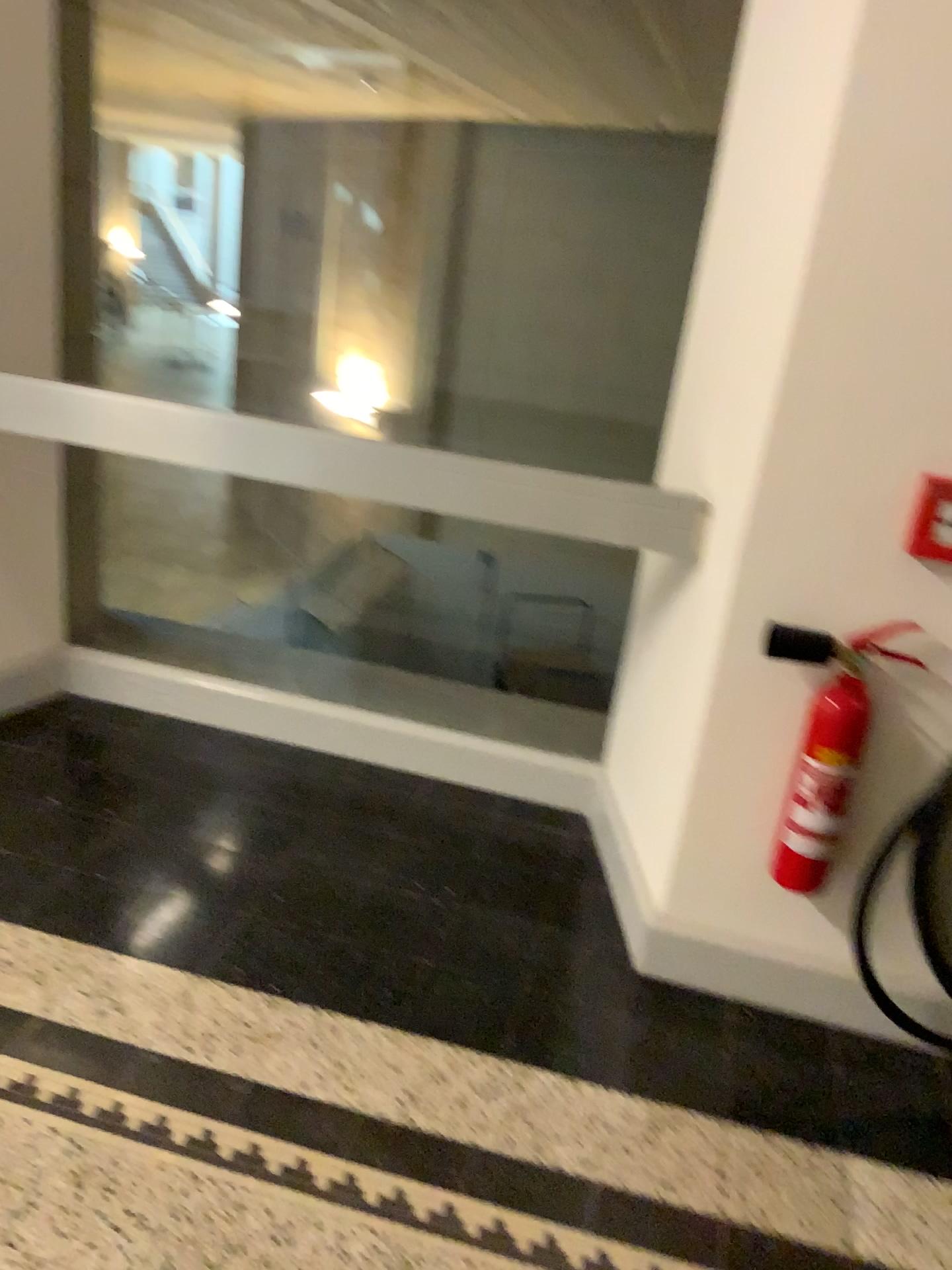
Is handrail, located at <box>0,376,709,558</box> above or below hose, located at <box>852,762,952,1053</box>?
above

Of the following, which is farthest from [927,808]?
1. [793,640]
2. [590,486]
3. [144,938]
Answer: [144,938]

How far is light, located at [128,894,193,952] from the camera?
2.1 meters

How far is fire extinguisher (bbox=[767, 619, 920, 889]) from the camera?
1.9 meters

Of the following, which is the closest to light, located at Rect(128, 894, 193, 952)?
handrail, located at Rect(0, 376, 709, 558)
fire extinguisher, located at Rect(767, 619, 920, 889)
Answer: handrail, located at Rect(0, 376, 709, 558)

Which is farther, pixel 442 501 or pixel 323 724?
pixel 323 724

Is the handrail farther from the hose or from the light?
the light

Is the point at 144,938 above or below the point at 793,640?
below

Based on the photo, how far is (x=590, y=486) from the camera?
2.1 meters

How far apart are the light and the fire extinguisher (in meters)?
1.20
